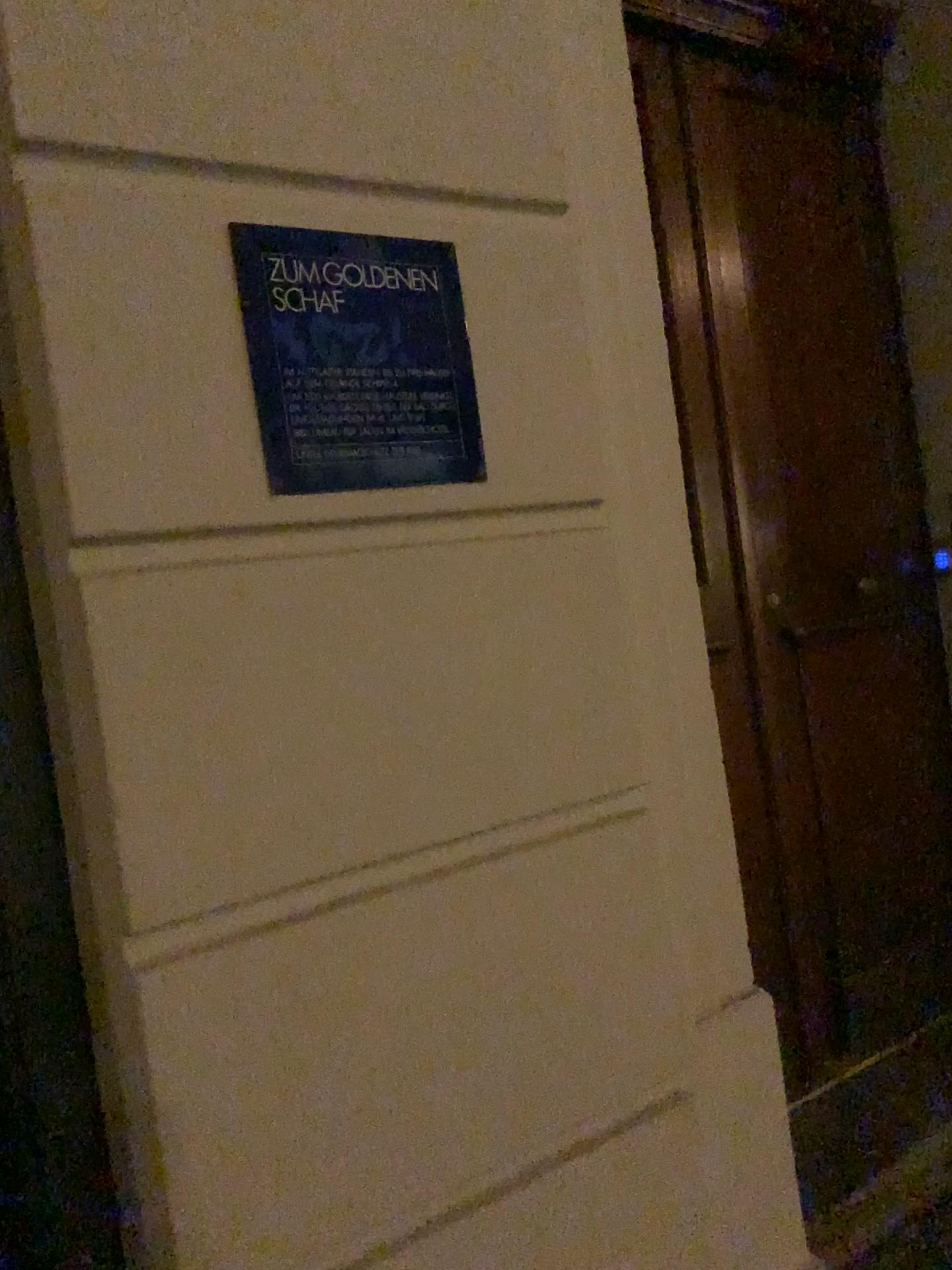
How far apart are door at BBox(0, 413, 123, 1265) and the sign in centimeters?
29cm

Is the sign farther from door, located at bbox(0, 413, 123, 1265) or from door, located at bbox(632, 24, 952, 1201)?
door, located at bbox(632, 24, 952, 1201)

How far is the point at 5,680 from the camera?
1.09m

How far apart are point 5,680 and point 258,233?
0.5m

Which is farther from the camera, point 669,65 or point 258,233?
point 669,65

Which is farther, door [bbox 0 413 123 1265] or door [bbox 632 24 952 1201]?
door [bbox 632 24 952 1201]

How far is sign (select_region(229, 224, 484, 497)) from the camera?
1.1m

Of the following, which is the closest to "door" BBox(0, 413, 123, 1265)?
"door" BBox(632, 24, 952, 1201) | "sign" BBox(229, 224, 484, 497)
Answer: "sign" BBox(229, 224, 484, 497)

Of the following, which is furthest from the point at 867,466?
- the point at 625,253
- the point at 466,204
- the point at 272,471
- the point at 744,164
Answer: the point at 272,471
